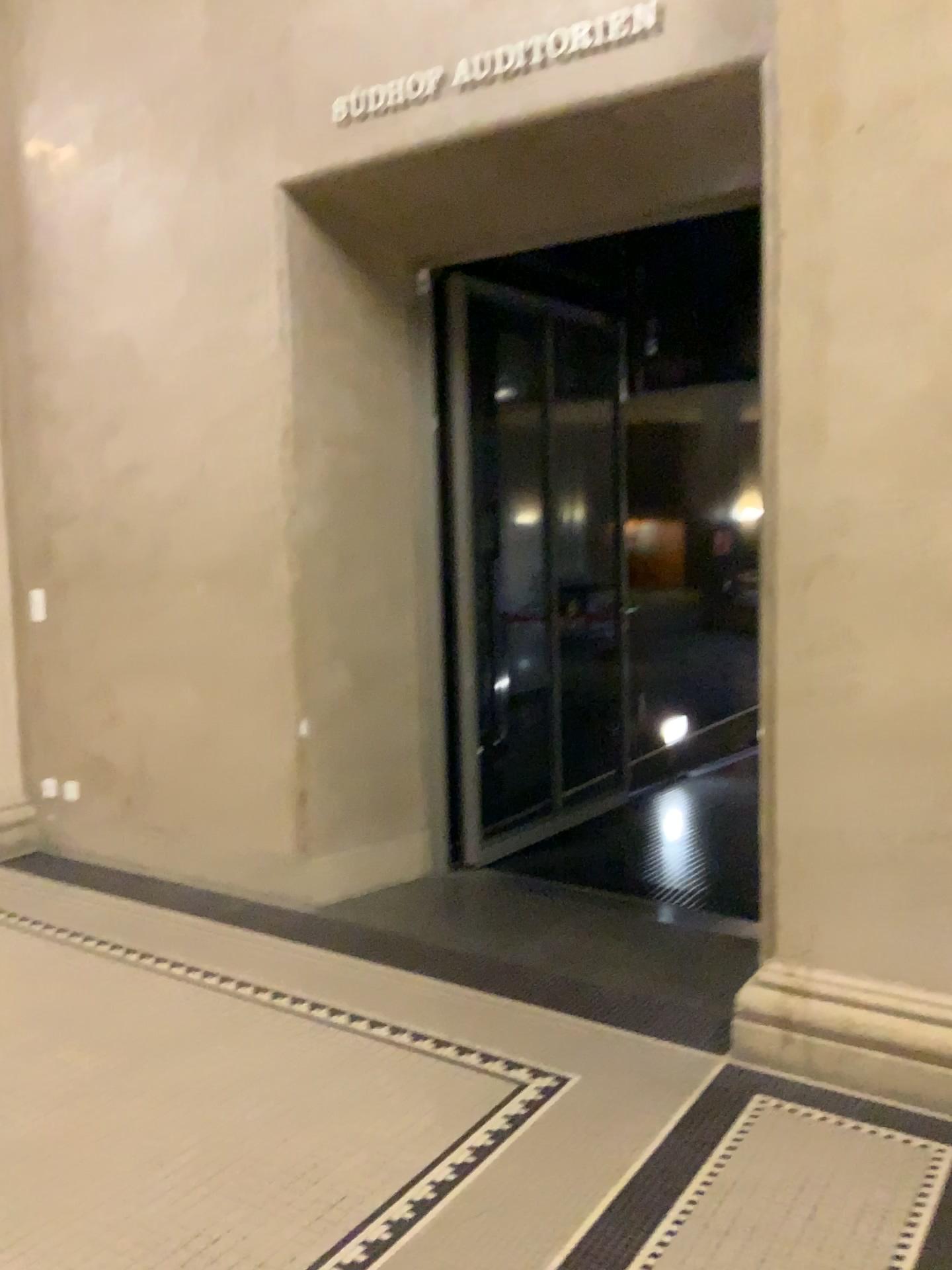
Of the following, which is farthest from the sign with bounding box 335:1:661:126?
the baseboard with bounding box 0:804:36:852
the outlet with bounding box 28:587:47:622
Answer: the baseboard with bounding box 0:804:36:852

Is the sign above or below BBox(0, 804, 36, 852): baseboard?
above

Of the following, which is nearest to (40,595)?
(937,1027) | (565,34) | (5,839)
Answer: (5,839)

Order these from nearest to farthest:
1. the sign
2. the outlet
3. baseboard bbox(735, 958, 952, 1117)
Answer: baseboard bbox(735, 958, 952, 1117) < the sign < the outlet

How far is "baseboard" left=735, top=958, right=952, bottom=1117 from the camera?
2.65m

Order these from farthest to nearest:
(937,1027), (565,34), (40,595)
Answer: (40,595), (565,34), (937,1027)

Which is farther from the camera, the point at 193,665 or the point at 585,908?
the point at 193,665

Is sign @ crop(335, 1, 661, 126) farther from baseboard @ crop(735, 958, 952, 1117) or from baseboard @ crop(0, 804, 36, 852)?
baseboard @ crop(0, 804, 36, 852)

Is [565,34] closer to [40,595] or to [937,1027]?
[937,1027]

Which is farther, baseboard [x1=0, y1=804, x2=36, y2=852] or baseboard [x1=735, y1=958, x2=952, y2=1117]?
baseboard [x1=0, y1=804, x2=36, y2=852]
